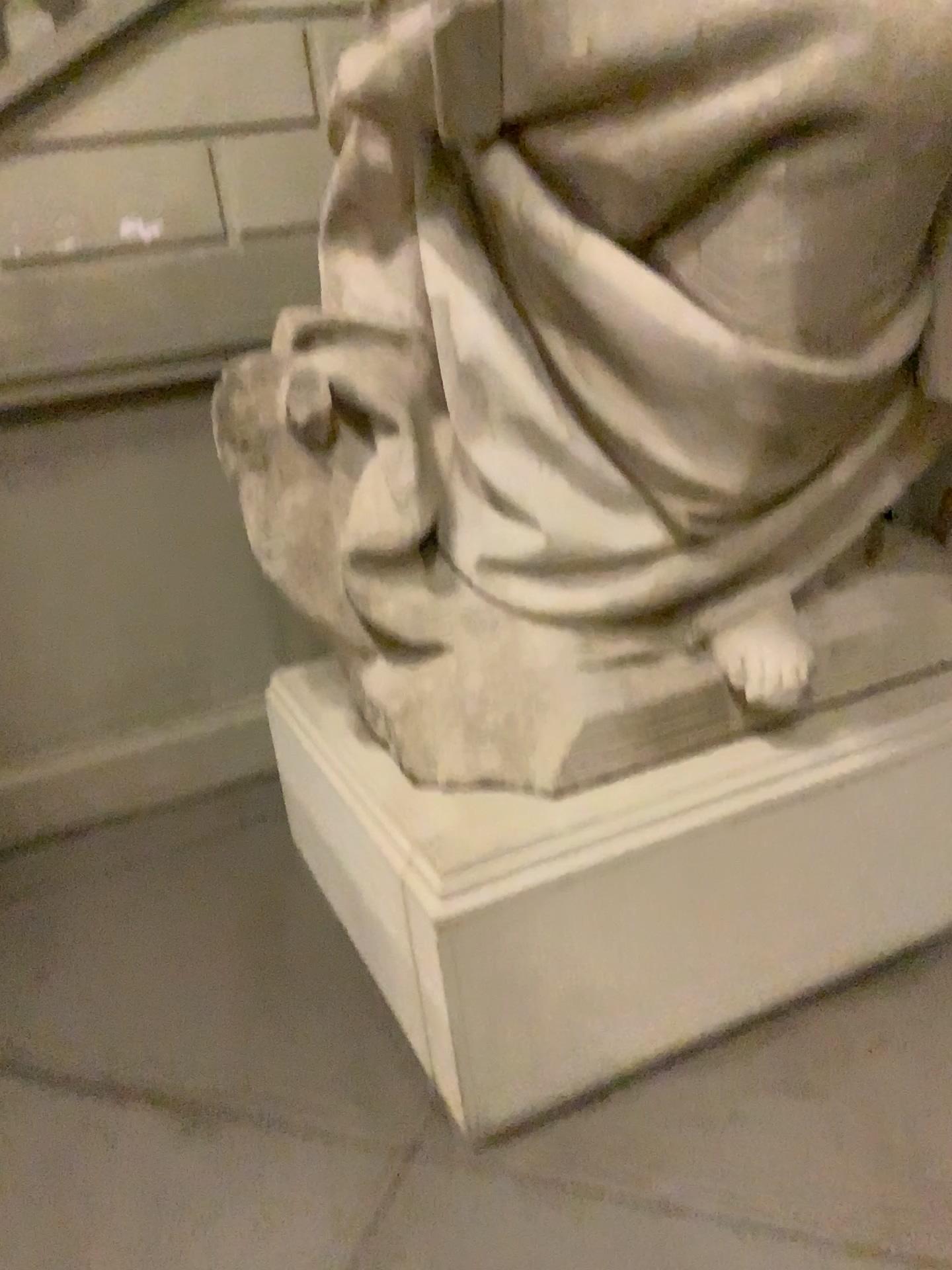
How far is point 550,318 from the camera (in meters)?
1.72

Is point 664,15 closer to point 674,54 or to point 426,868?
point 674,54

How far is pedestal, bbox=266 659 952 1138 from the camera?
1.7m

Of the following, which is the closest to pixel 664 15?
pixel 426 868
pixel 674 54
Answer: pixel 674 54

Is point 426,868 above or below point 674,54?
below
